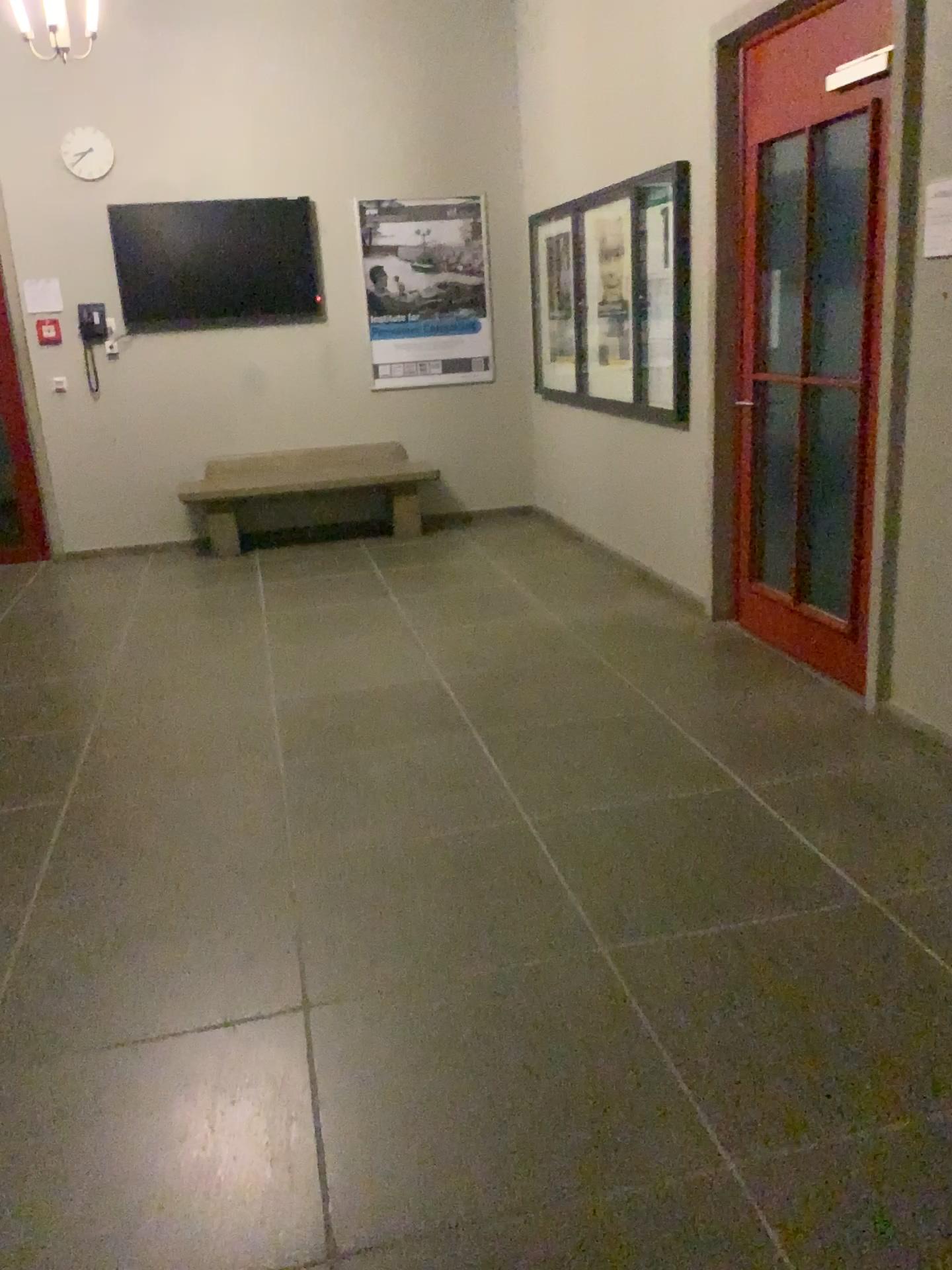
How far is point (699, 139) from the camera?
4.7m
